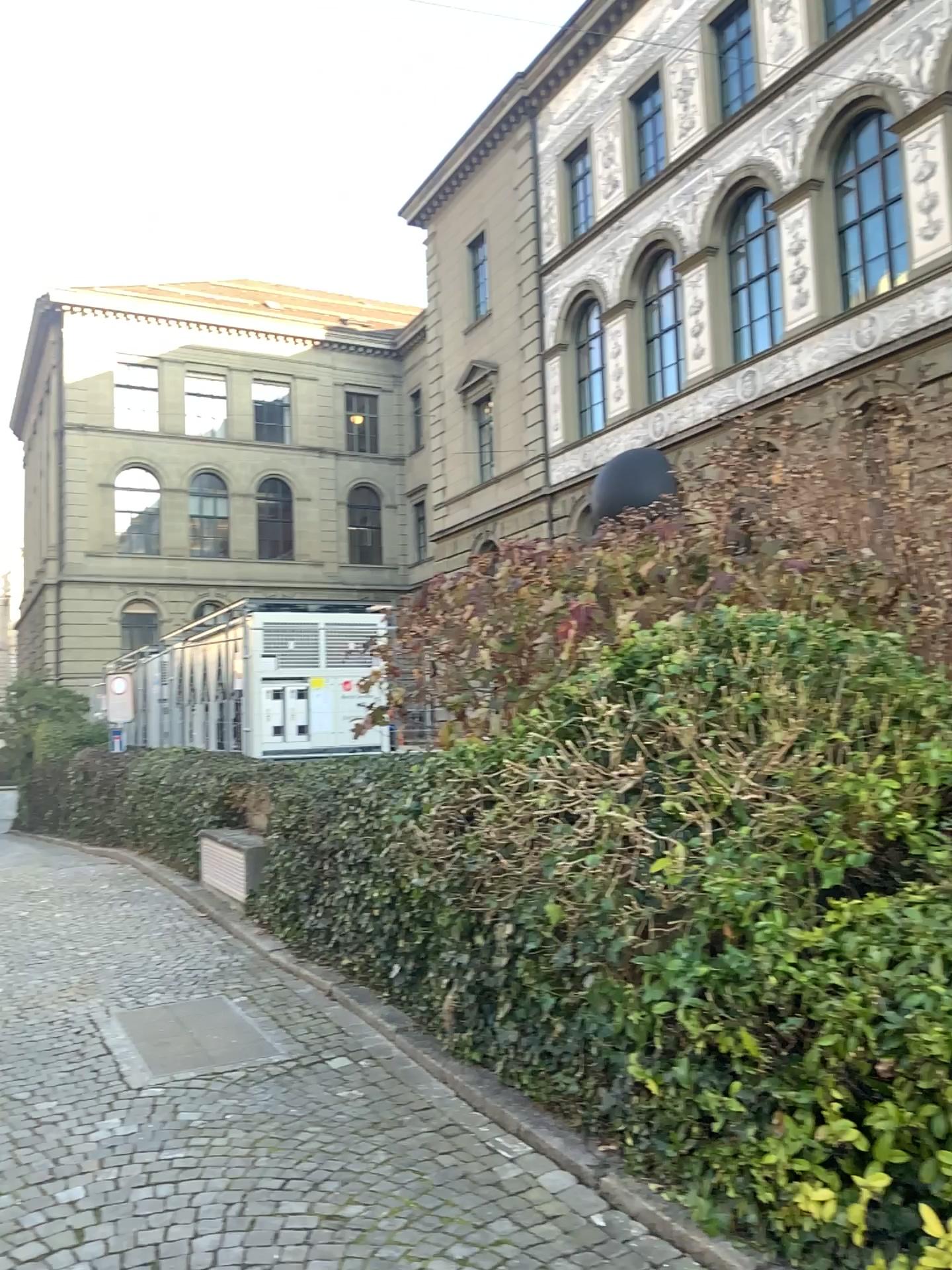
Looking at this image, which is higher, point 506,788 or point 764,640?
point 764,640
